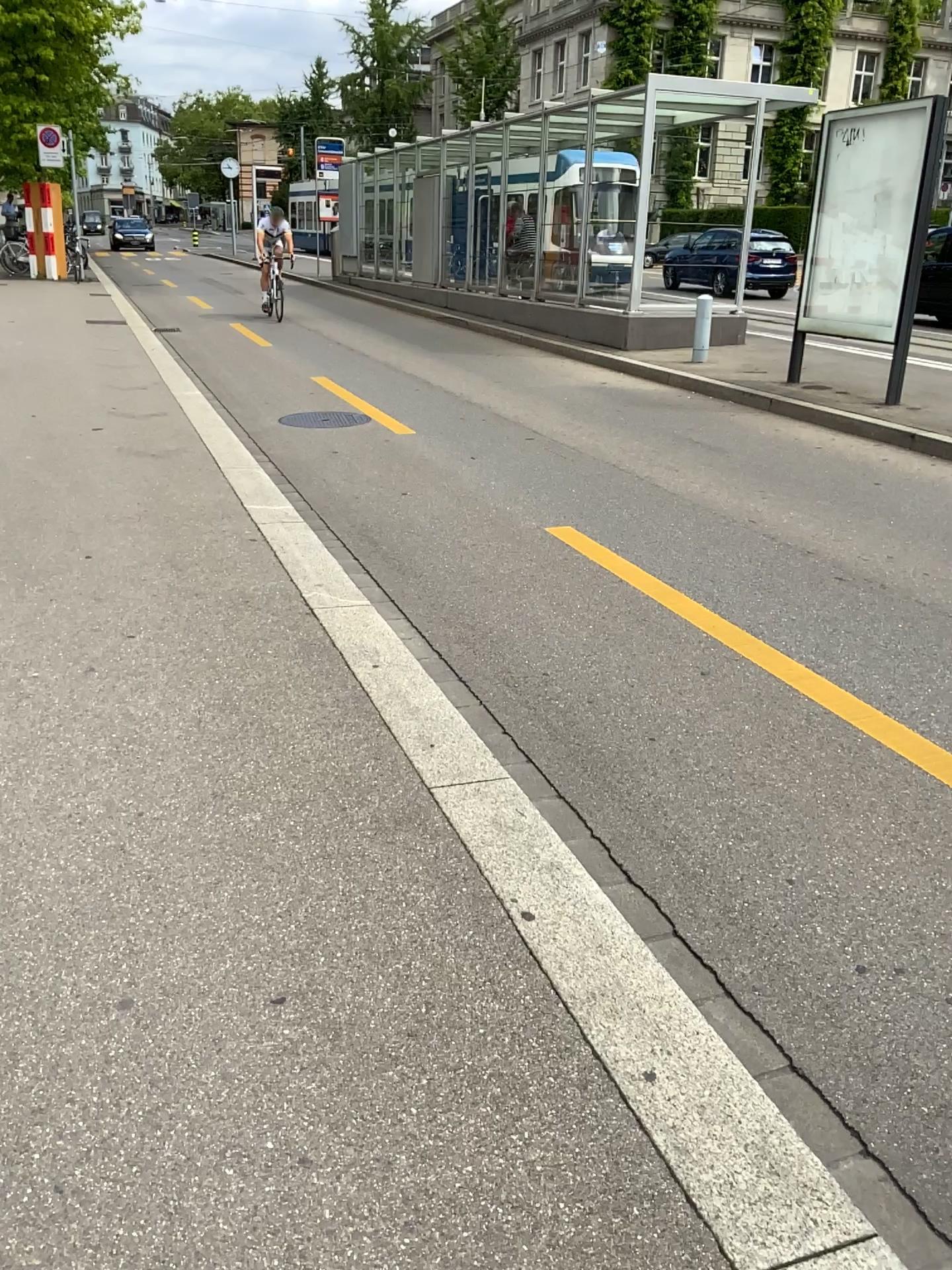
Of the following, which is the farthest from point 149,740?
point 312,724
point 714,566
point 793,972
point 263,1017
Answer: point 714,566
